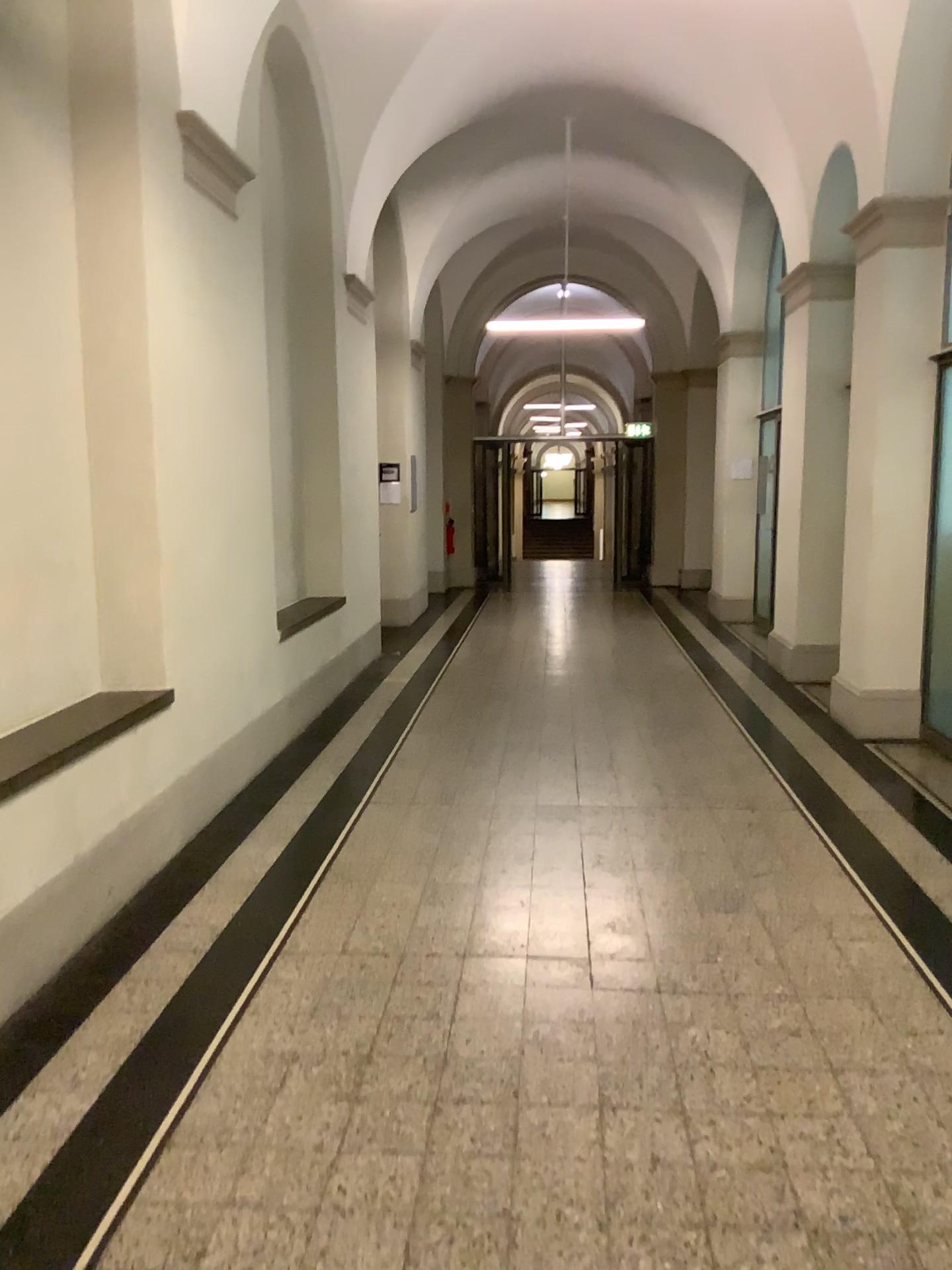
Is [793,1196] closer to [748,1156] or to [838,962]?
[748,1156]
